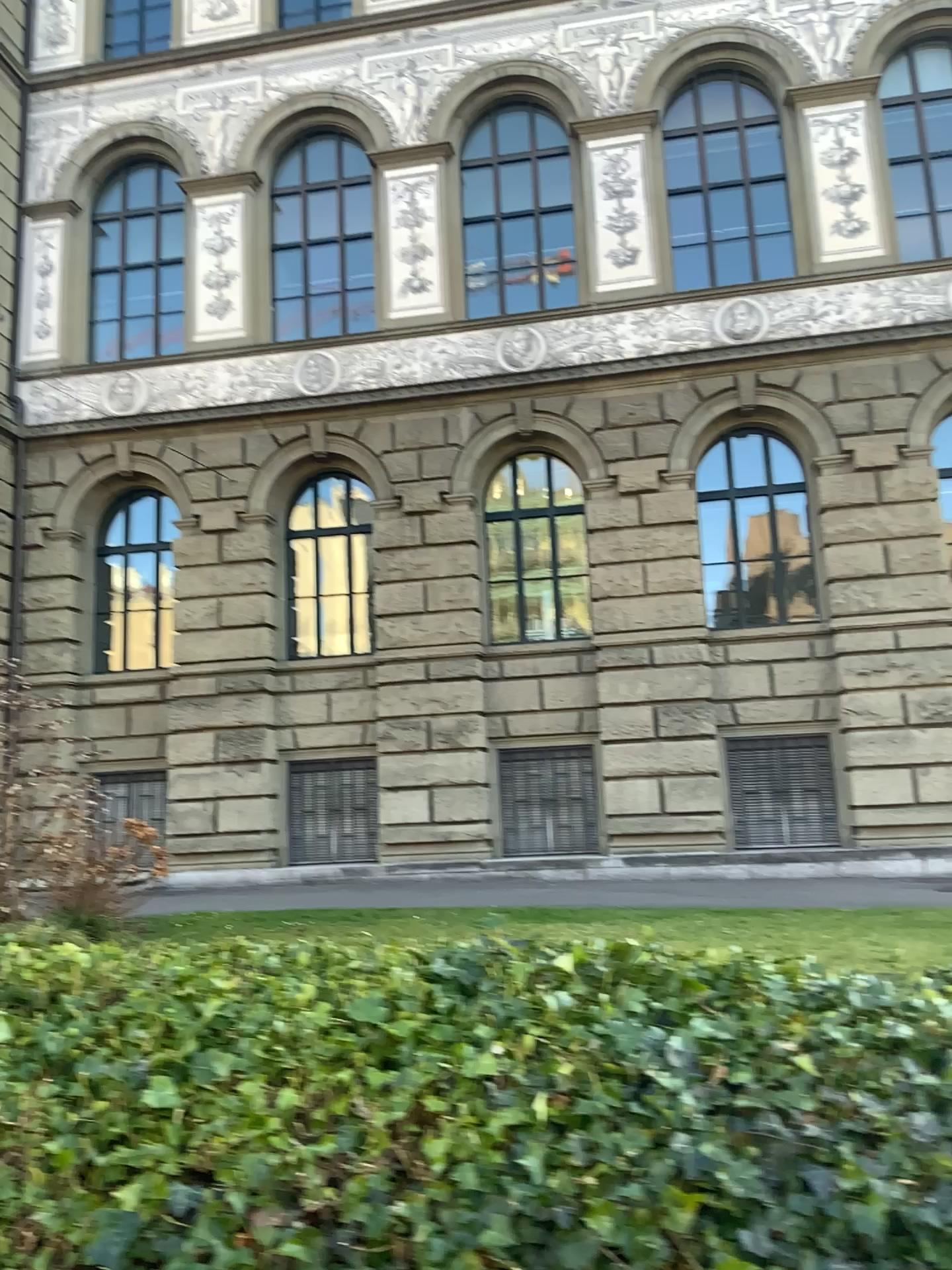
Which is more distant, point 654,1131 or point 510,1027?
point 510,1027
